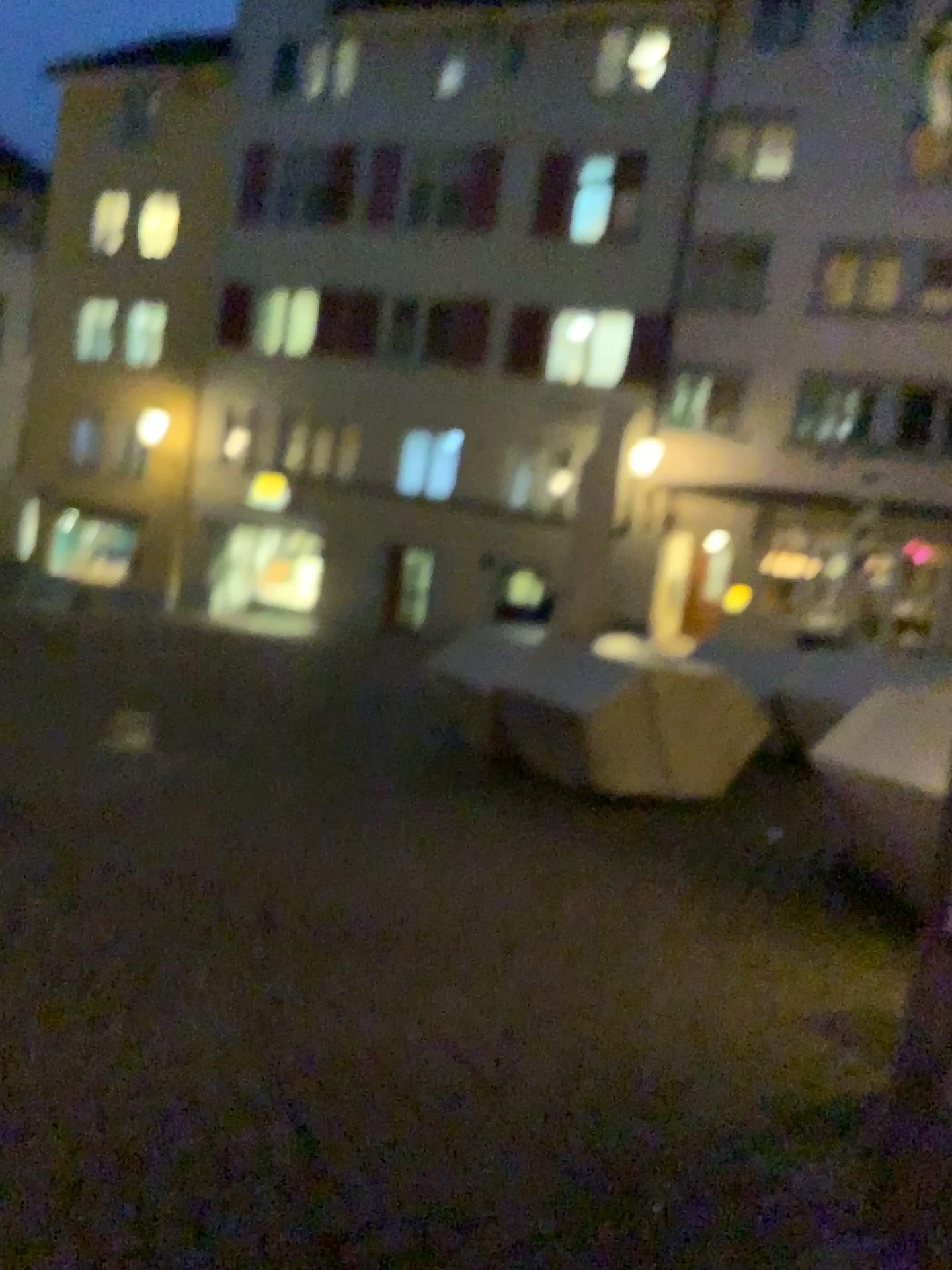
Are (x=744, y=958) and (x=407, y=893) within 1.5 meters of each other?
yes
